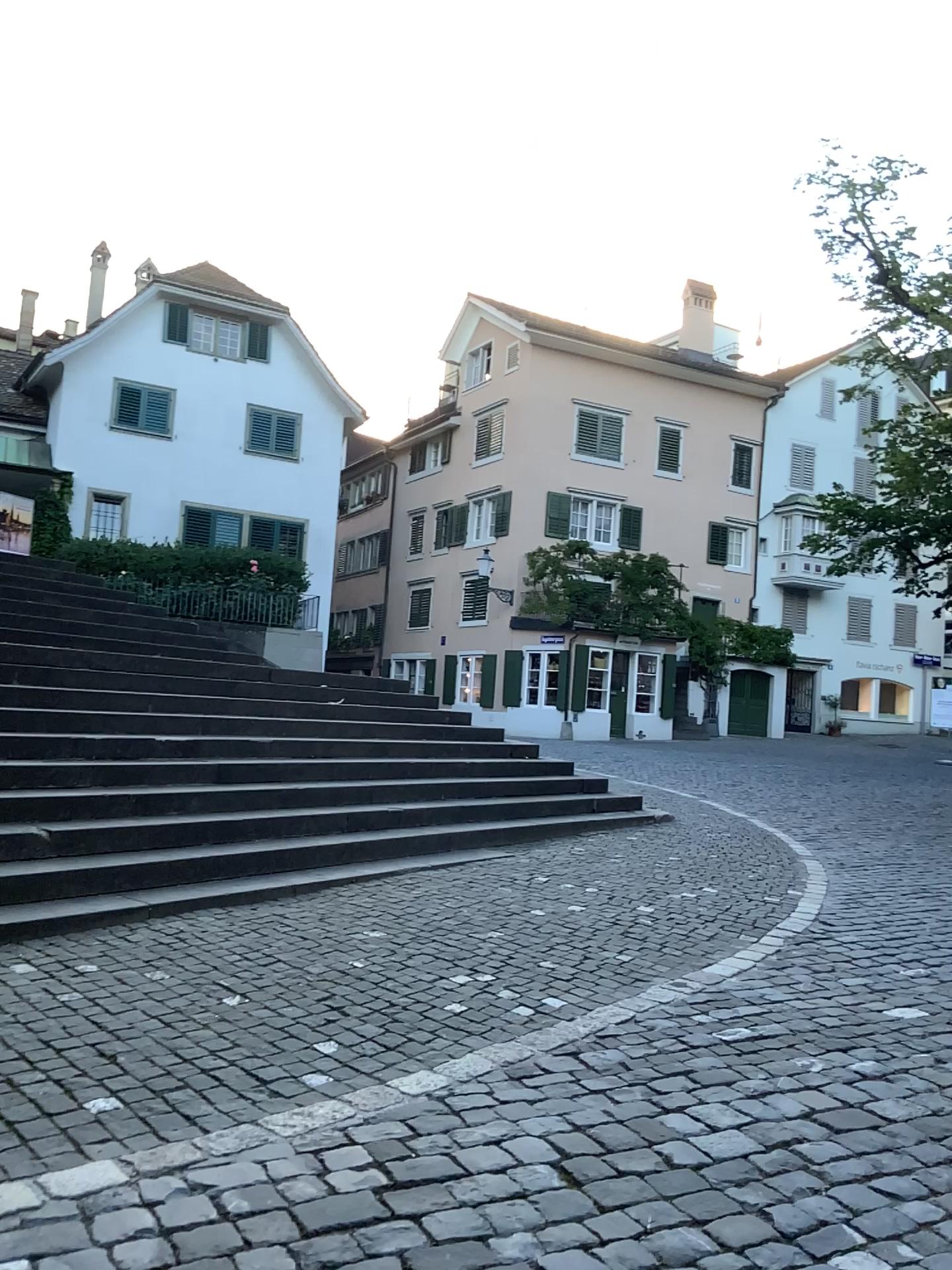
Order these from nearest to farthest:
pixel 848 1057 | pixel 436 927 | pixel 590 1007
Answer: pixel 848 1057 < pixel 590 1007 < pixel 436 927
